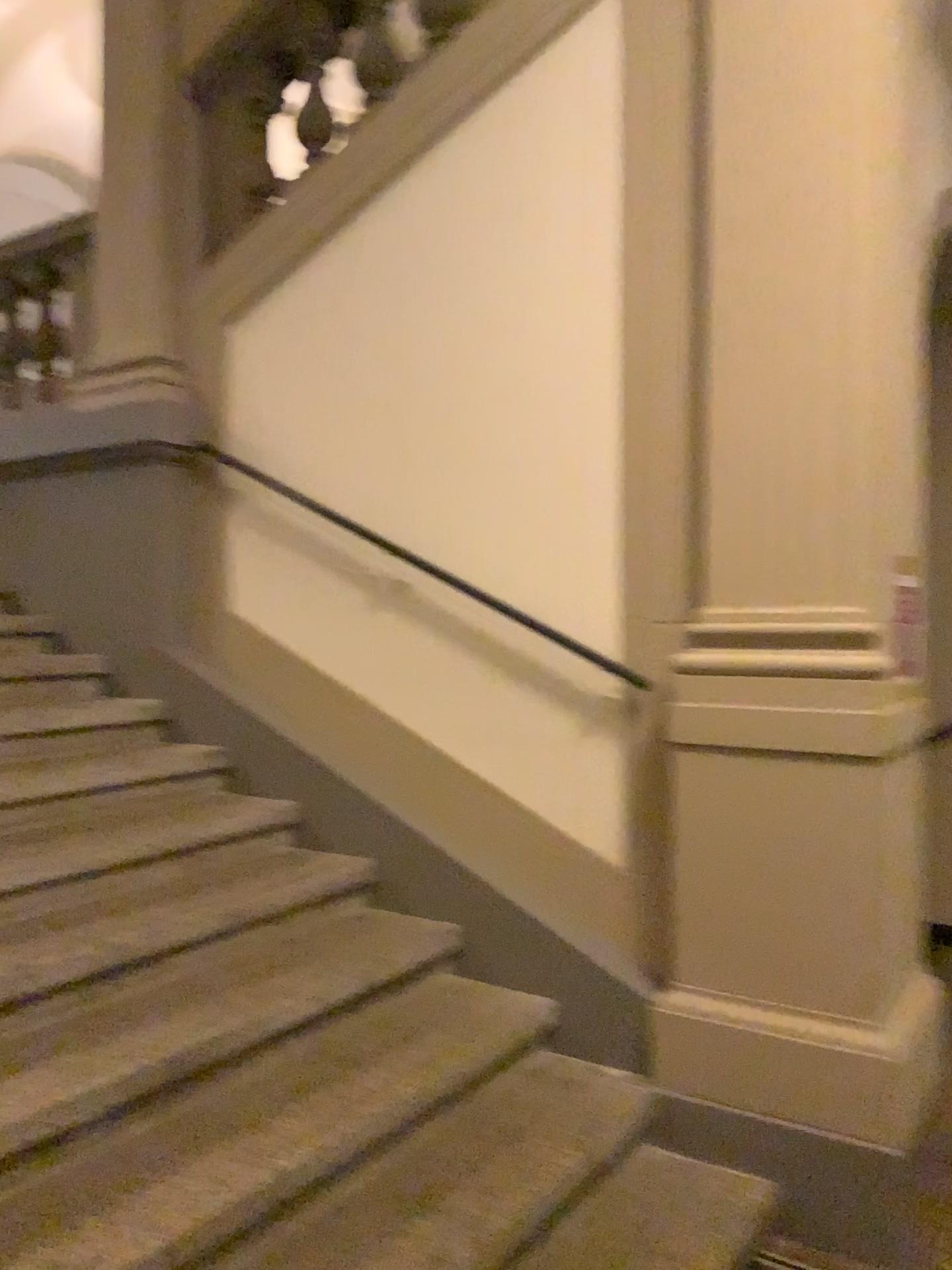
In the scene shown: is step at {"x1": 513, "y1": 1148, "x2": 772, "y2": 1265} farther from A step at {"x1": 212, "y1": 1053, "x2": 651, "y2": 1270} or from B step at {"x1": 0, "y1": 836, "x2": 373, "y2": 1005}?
B step at {"x1": 0, "y1": 836, "x2": 373, "y2": 1005}

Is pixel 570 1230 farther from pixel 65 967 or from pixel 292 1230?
pixel 65 967

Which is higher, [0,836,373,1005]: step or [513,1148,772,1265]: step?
[0,836,373,1005]: step

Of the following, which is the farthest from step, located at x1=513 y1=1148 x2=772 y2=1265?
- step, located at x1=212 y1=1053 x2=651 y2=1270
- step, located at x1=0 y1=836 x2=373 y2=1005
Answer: step, located at x1=0 y1=836 x2=373 y2=1005

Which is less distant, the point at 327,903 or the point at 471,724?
the point at 327,903

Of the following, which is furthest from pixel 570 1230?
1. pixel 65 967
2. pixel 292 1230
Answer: pixel 65 967

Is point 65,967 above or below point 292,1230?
above

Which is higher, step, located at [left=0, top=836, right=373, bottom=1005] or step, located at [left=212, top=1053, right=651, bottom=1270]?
step, located at [left=0, top=836, right=373, bottom=1005]
